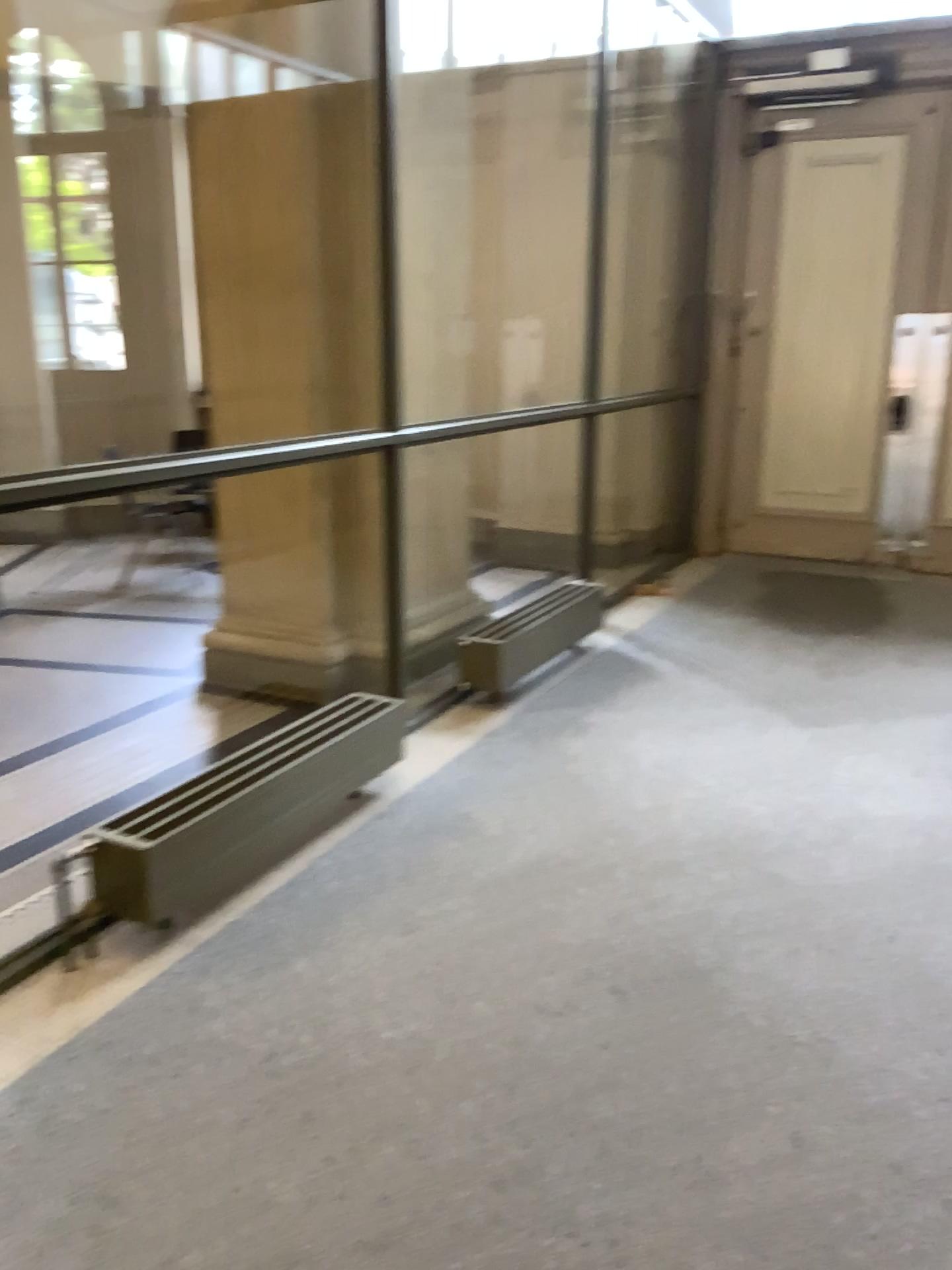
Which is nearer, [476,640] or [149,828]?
[149,828]

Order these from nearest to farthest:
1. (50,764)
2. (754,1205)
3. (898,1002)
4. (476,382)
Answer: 1. (754,1205)
2. (898,1002)
3. (50,764)
4. (476,382)

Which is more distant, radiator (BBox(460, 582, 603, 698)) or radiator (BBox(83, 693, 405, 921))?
radiator (BBox(460, 582, 603, 698))
